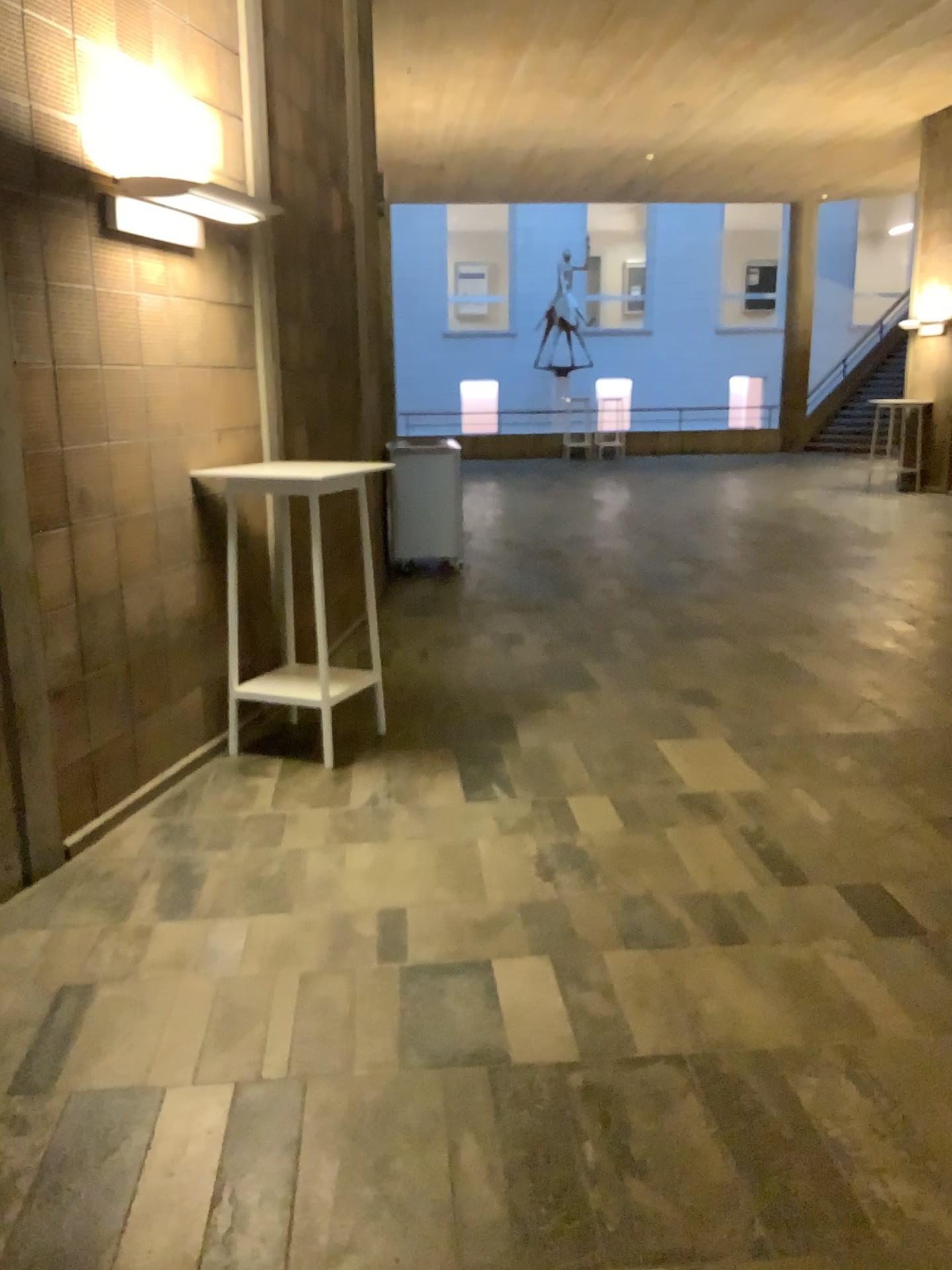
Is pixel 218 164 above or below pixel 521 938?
above
